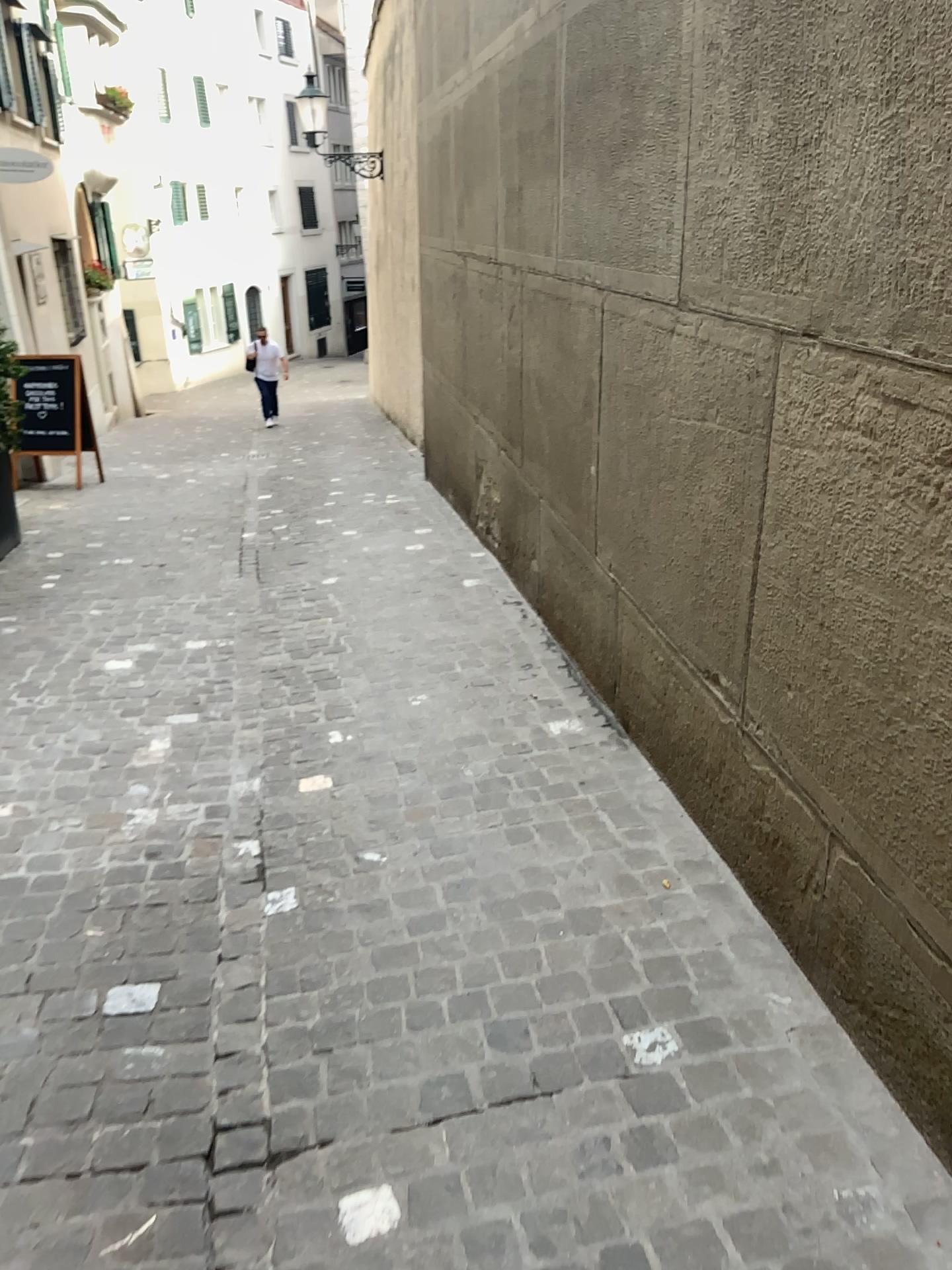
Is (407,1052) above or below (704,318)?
below
